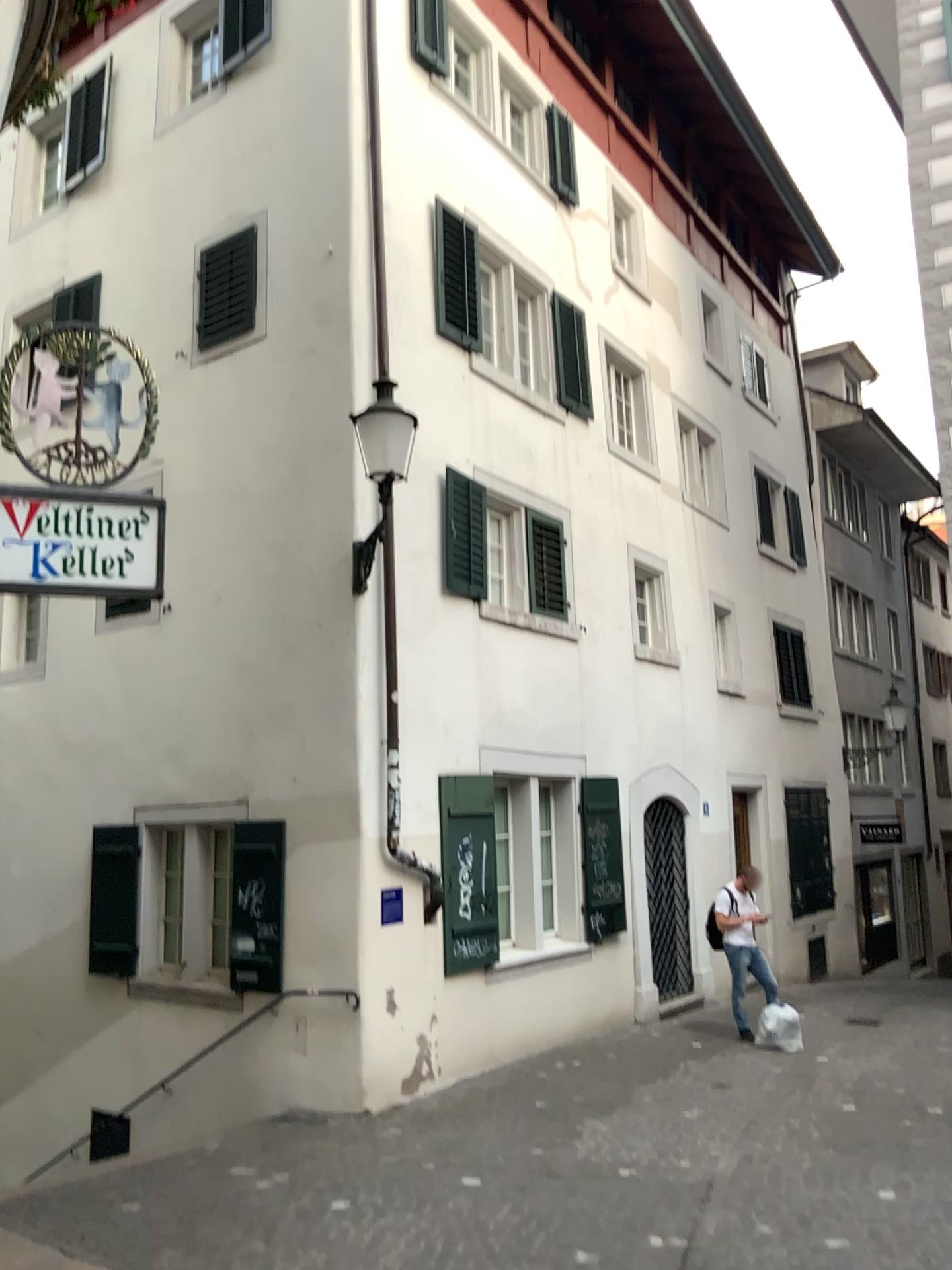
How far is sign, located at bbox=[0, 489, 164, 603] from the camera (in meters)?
4.35

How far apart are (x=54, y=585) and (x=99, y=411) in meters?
0.8 m

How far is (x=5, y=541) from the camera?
4.35m
